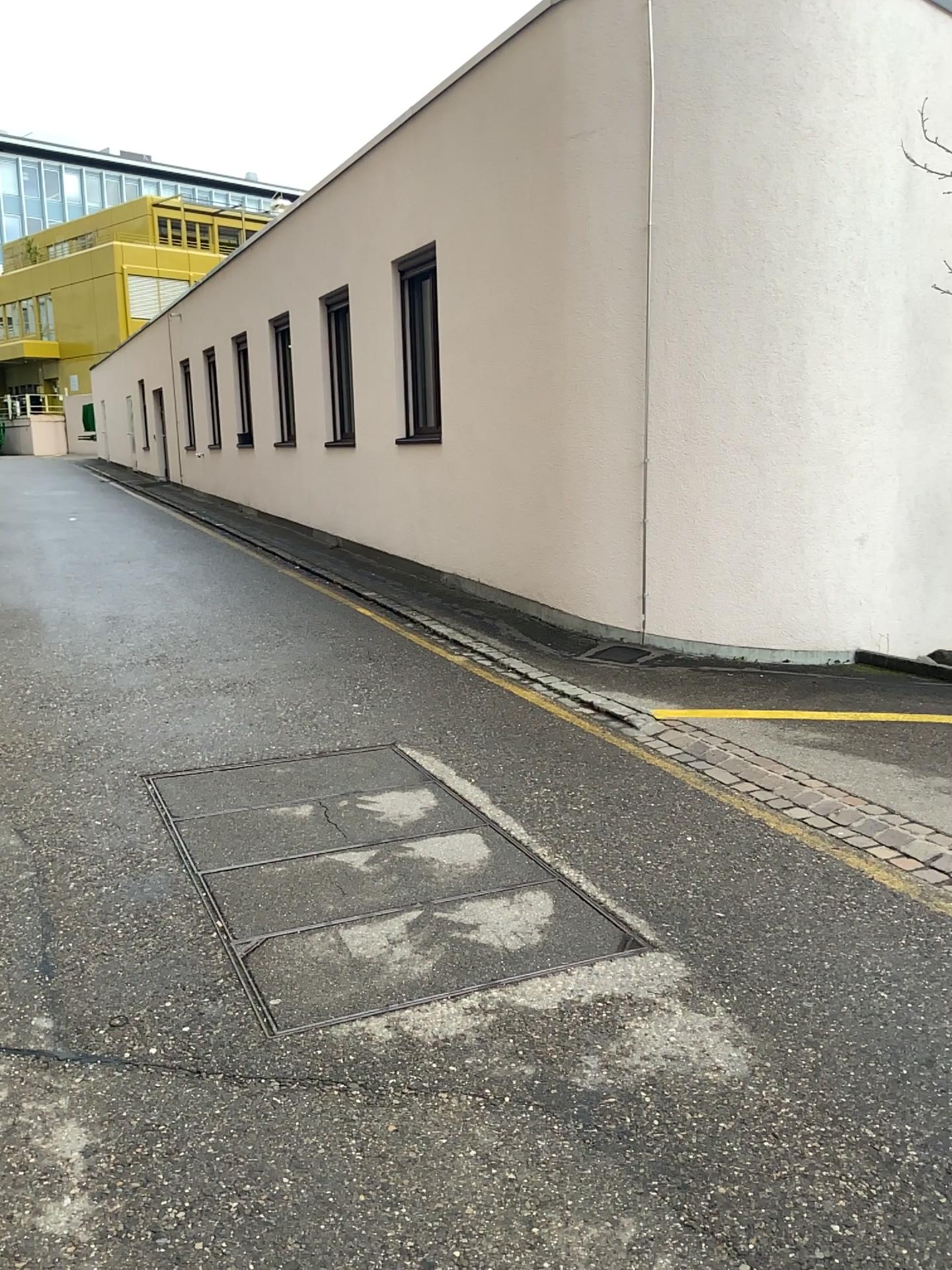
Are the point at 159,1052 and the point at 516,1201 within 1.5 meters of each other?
yes
